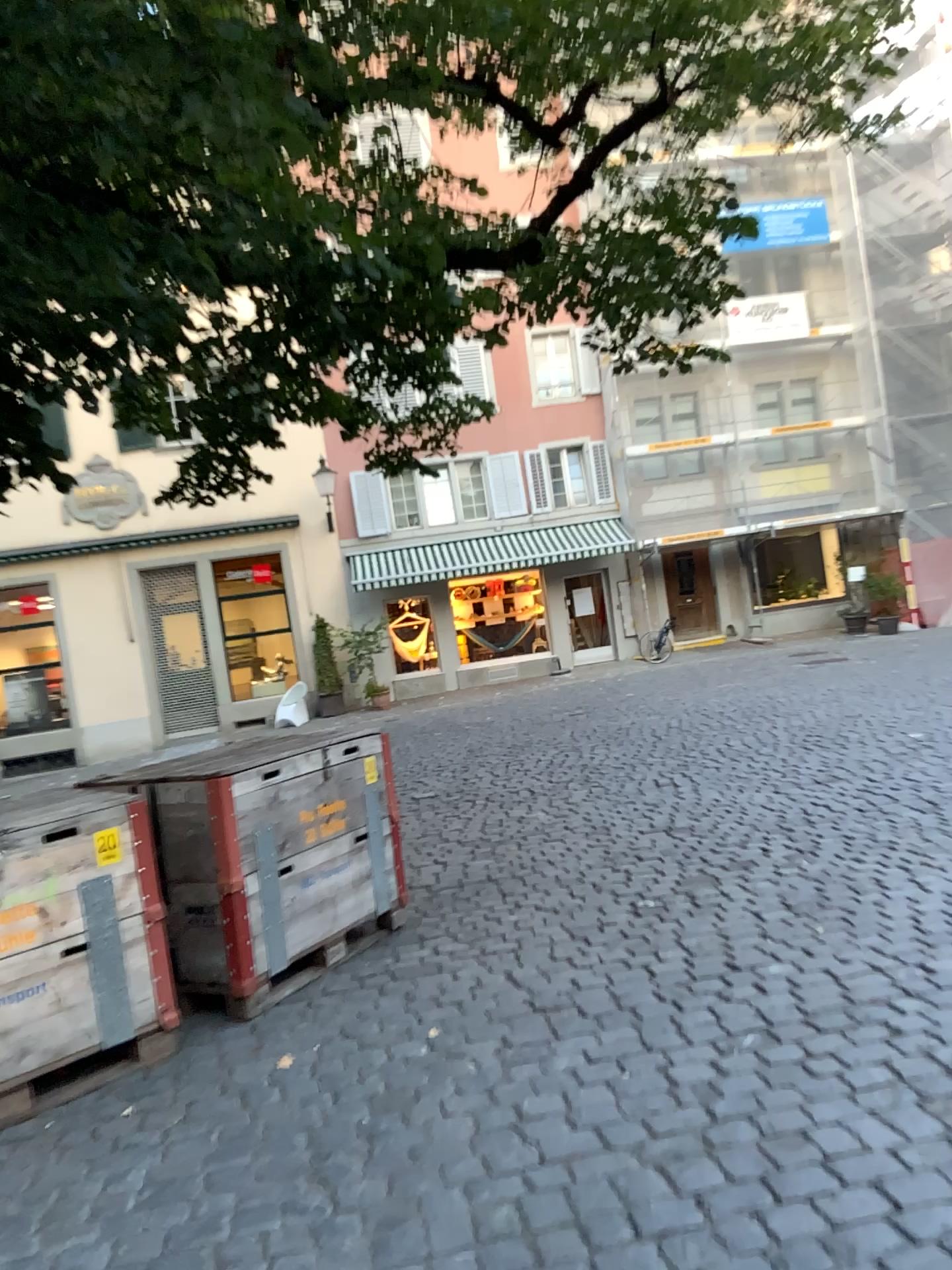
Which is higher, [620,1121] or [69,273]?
[69,273]
